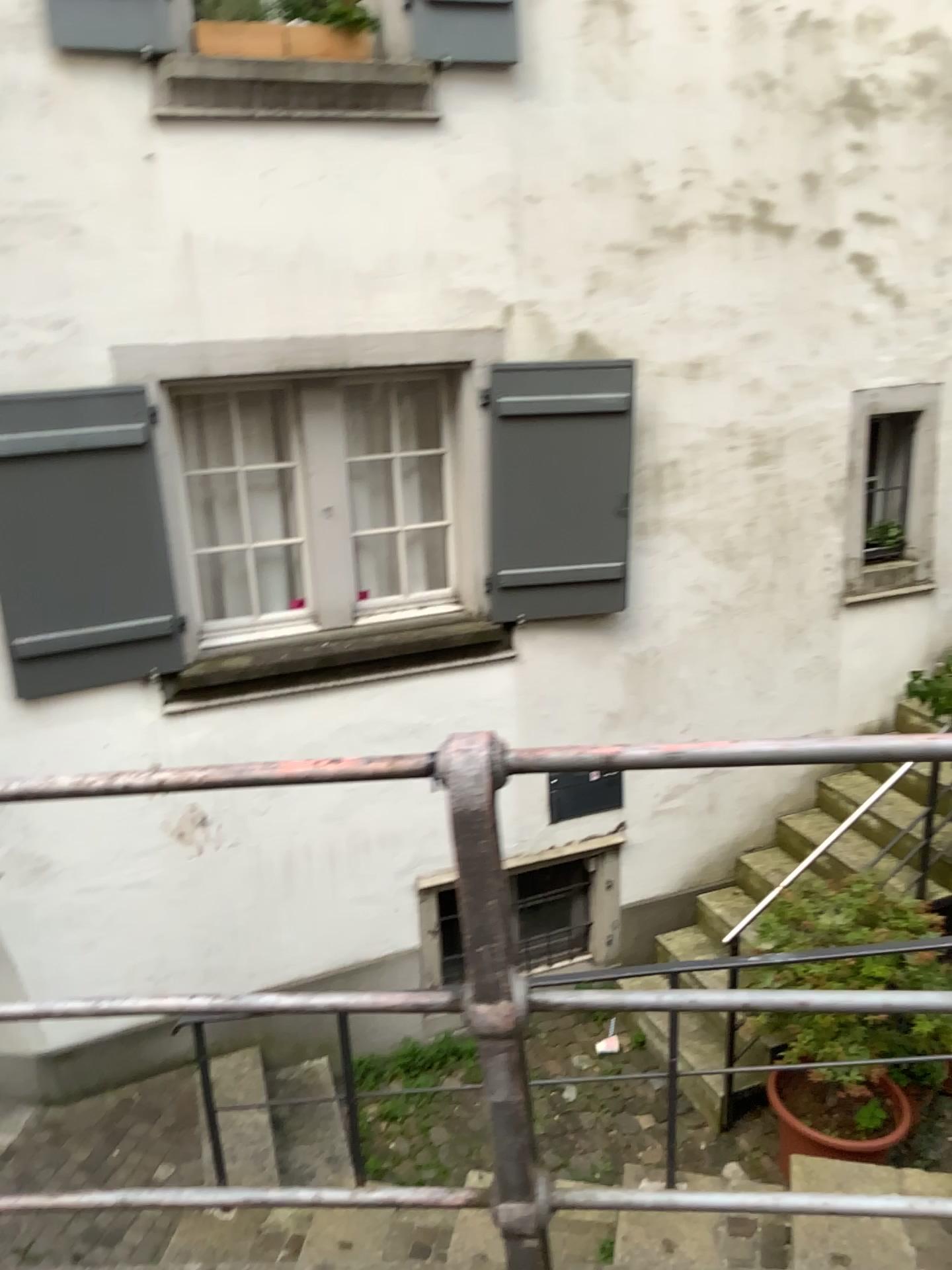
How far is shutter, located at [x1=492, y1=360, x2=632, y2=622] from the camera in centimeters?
475cm

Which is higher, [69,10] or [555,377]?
[69,10]

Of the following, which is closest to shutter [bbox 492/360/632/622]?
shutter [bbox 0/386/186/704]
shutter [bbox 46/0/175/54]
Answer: shutter [bbox 0/386/186/704]

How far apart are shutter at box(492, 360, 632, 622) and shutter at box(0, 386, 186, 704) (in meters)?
1.45

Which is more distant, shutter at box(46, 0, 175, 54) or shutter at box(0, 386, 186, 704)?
shutter at box(0, 386, 186, 704)

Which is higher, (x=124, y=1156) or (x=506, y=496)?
(x=506, y=496)

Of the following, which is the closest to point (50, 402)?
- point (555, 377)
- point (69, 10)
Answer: point (69, 10)

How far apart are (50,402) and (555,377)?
2.1 meters

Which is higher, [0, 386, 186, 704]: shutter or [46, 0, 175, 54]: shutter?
[46, 0, 175, 54]: shutter

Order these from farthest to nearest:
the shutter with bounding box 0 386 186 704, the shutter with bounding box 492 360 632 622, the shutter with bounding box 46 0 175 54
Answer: the shutter with bounding box 492 360 632 622 < the shutter with bounding box 0 386 186 704 < the shutter with bounding box 46 0 175 54
